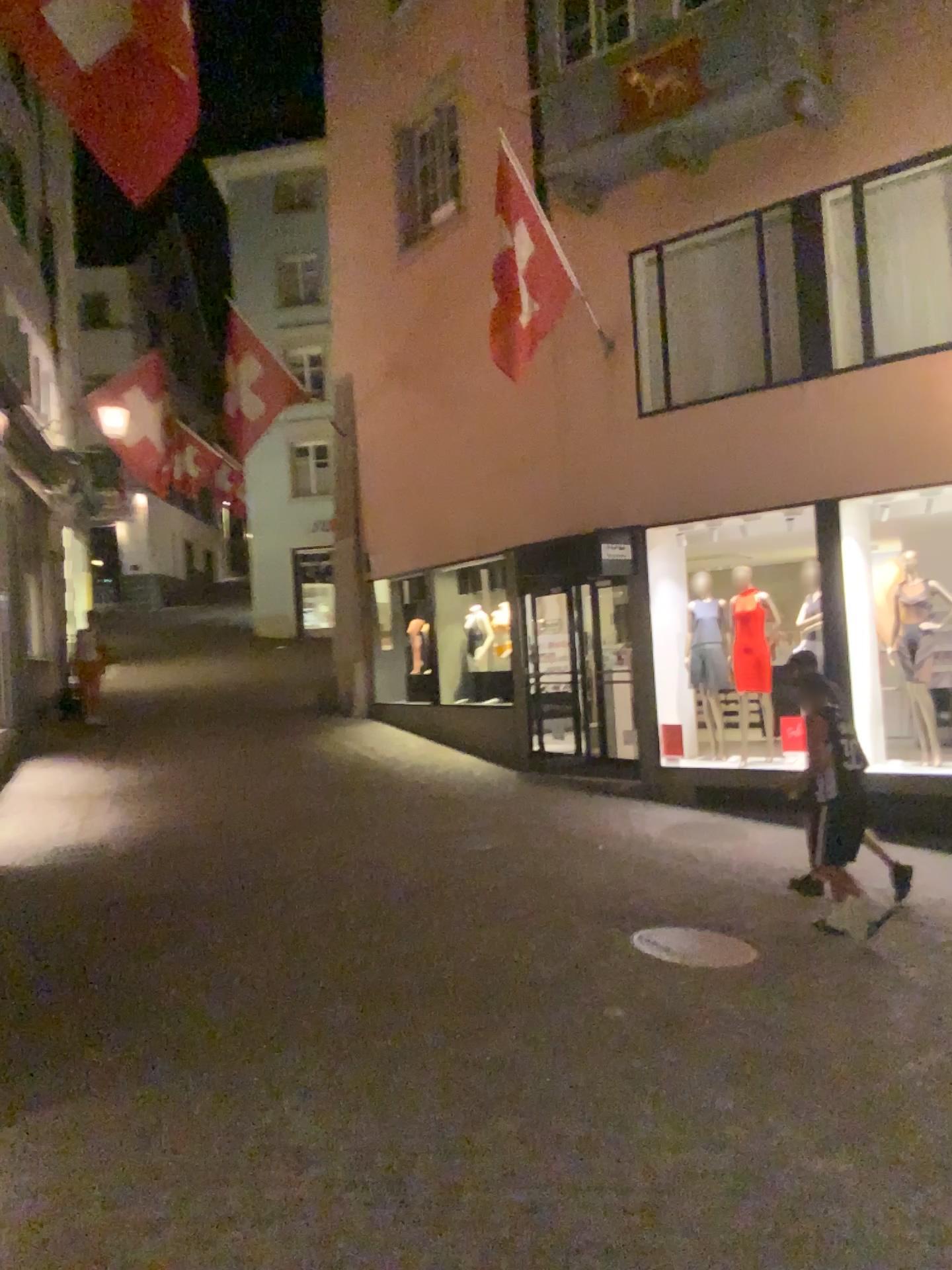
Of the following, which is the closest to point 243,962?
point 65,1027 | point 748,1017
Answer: point 65,1027
